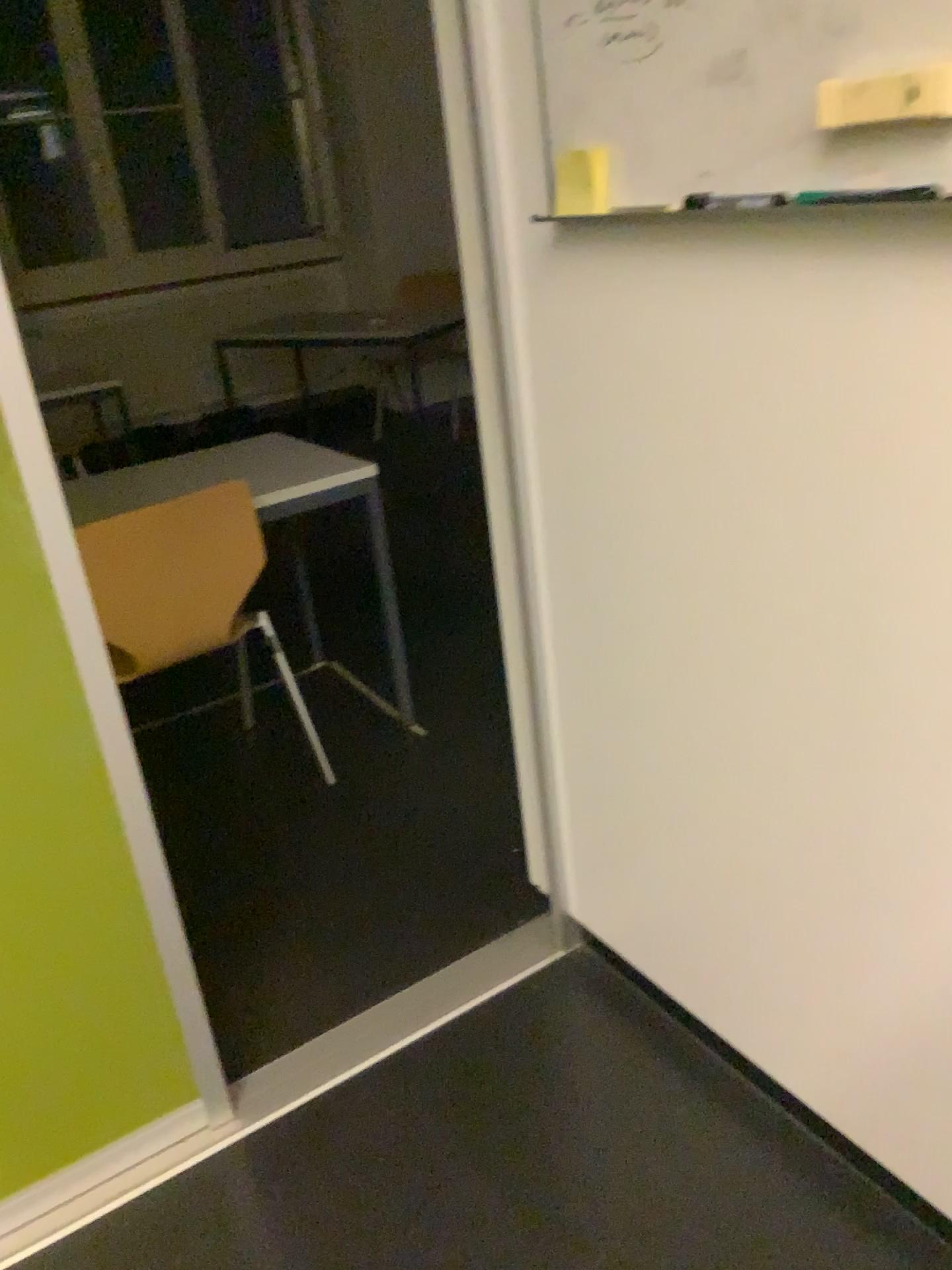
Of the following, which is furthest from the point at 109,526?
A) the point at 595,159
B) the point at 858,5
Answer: the point at 858,5

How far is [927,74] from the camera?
0.9m

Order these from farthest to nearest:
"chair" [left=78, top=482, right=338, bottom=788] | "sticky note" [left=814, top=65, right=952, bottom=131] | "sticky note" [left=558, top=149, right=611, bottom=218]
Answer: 1. "chair" [left=78, top=482, right=338, bottom=788]
2. "sticky note" [left=558, top=149, right=611, bottom=218]
3. "sticky note" [left=814, top=65, right=952, bottom=131]

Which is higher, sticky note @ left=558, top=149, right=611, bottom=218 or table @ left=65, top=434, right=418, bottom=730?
sticky note @ left=558, top=149, right=611, bottom=218

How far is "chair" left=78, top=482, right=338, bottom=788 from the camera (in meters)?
2.19

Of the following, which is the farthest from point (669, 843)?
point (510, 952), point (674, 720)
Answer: point (510, 952)

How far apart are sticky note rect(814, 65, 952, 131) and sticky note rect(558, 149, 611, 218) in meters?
0.3 m

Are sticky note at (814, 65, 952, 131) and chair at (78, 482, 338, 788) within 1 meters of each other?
no

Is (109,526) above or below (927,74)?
below

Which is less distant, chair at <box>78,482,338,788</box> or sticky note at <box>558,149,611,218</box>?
sticky note at <box>558,149,611,218</box>
